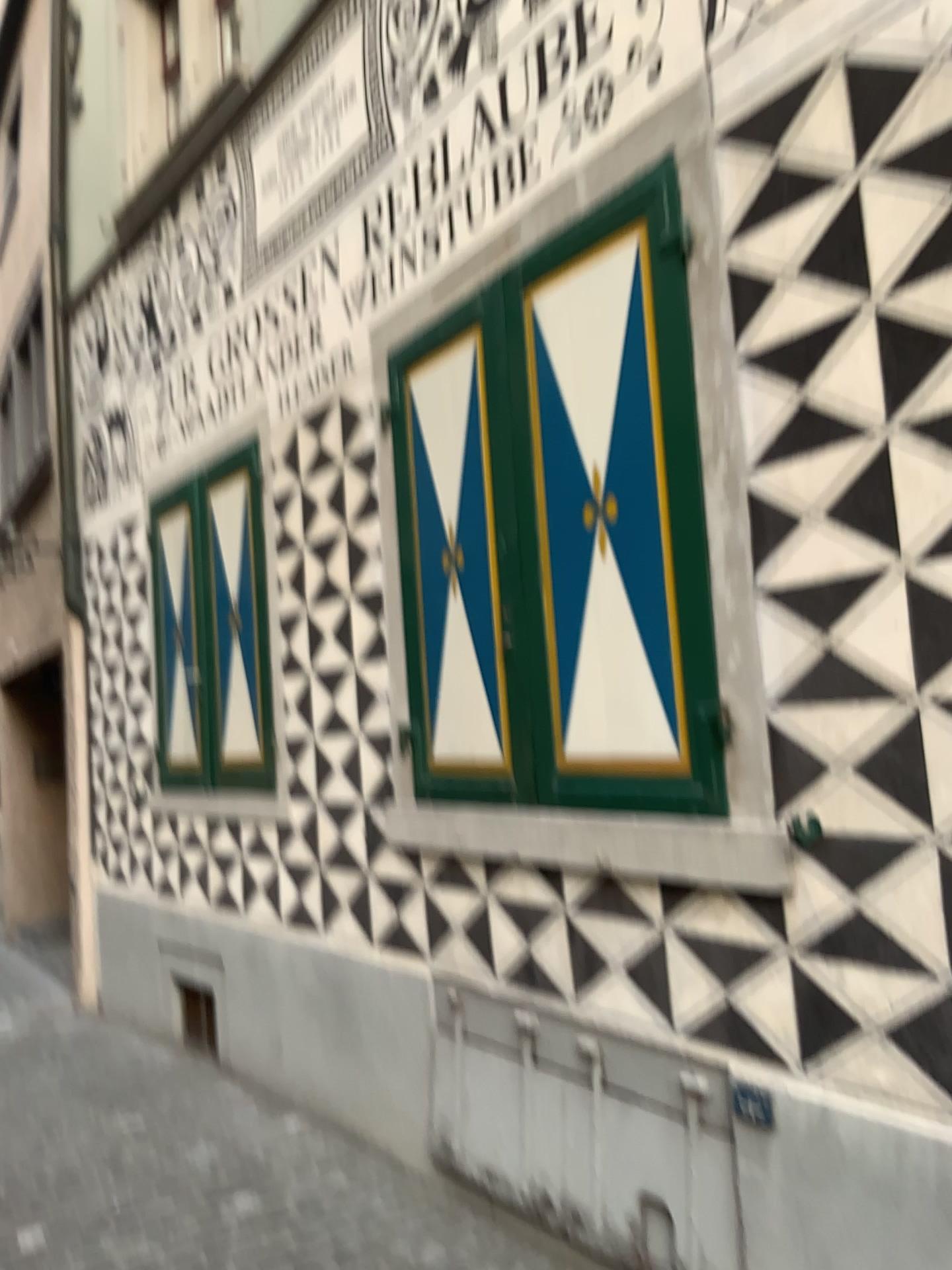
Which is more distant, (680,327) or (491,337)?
(491,337)

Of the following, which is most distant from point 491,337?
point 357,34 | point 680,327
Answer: point 357,34

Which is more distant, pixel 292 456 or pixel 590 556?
pixel 292 456

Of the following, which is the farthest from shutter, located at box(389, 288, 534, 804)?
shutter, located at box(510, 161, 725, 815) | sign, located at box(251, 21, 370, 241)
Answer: sign, located at box(251, 21, 370, 241)

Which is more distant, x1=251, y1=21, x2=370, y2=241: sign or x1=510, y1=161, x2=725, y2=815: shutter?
x1=251, y1=21, x2=370, y2=241: sign

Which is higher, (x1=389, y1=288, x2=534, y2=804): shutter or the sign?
the sign

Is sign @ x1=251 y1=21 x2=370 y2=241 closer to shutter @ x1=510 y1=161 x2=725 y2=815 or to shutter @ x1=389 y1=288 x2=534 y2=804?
shutter @ x1=389 y1=288 x2=534 y2=804

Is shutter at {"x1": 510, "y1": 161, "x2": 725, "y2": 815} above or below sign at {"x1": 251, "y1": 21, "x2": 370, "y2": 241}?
below

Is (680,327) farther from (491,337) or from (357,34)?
(357,34)

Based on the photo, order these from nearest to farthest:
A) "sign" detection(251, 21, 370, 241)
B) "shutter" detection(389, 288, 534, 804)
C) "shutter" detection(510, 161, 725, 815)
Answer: "shutter" detection(510, 161, 725, 815) → "shutter" detection(389, 288, 534, 804) → "sign" detection(251, 21, 370, 241)
